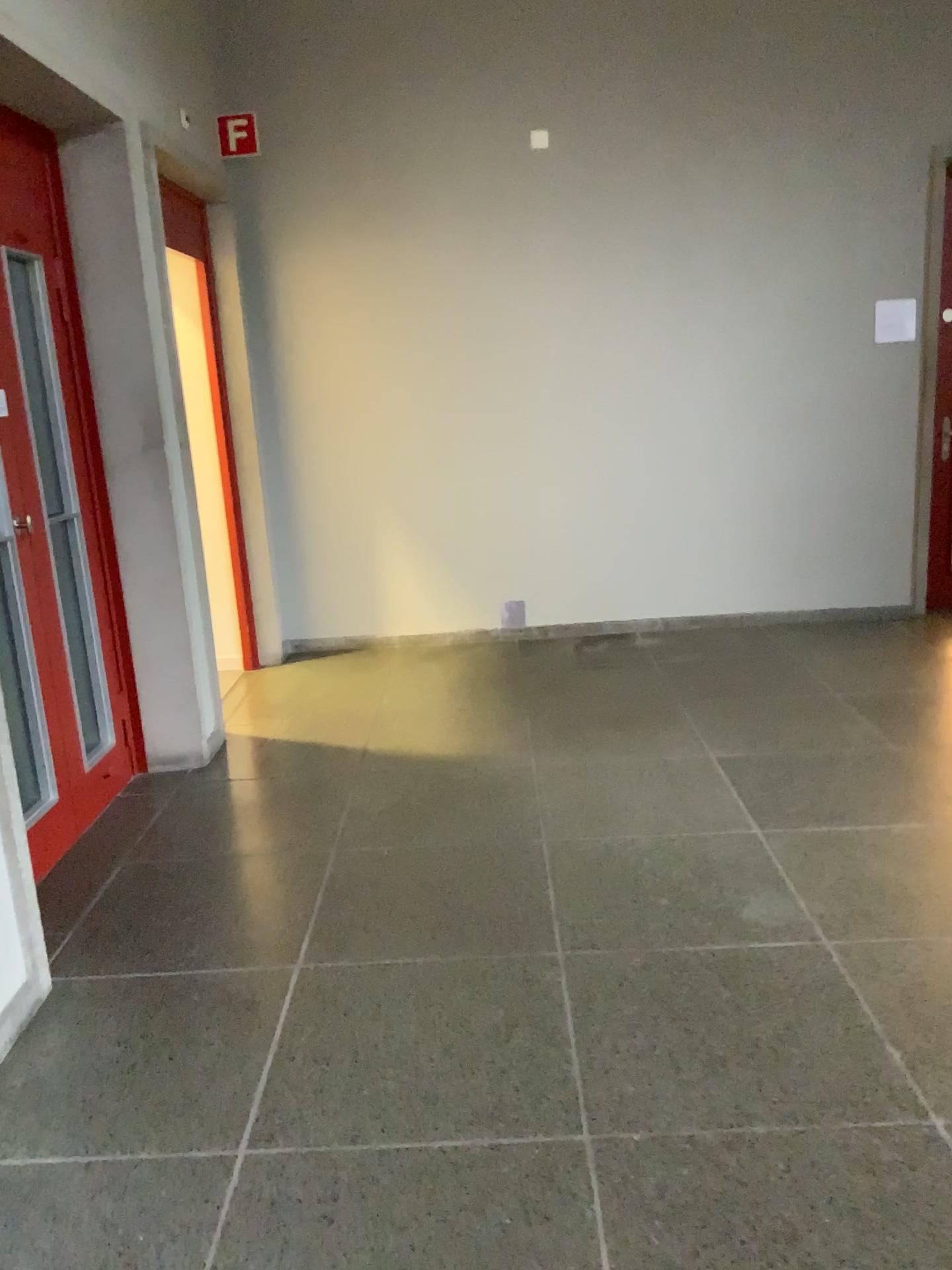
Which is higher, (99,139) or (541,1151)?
(99,139)
